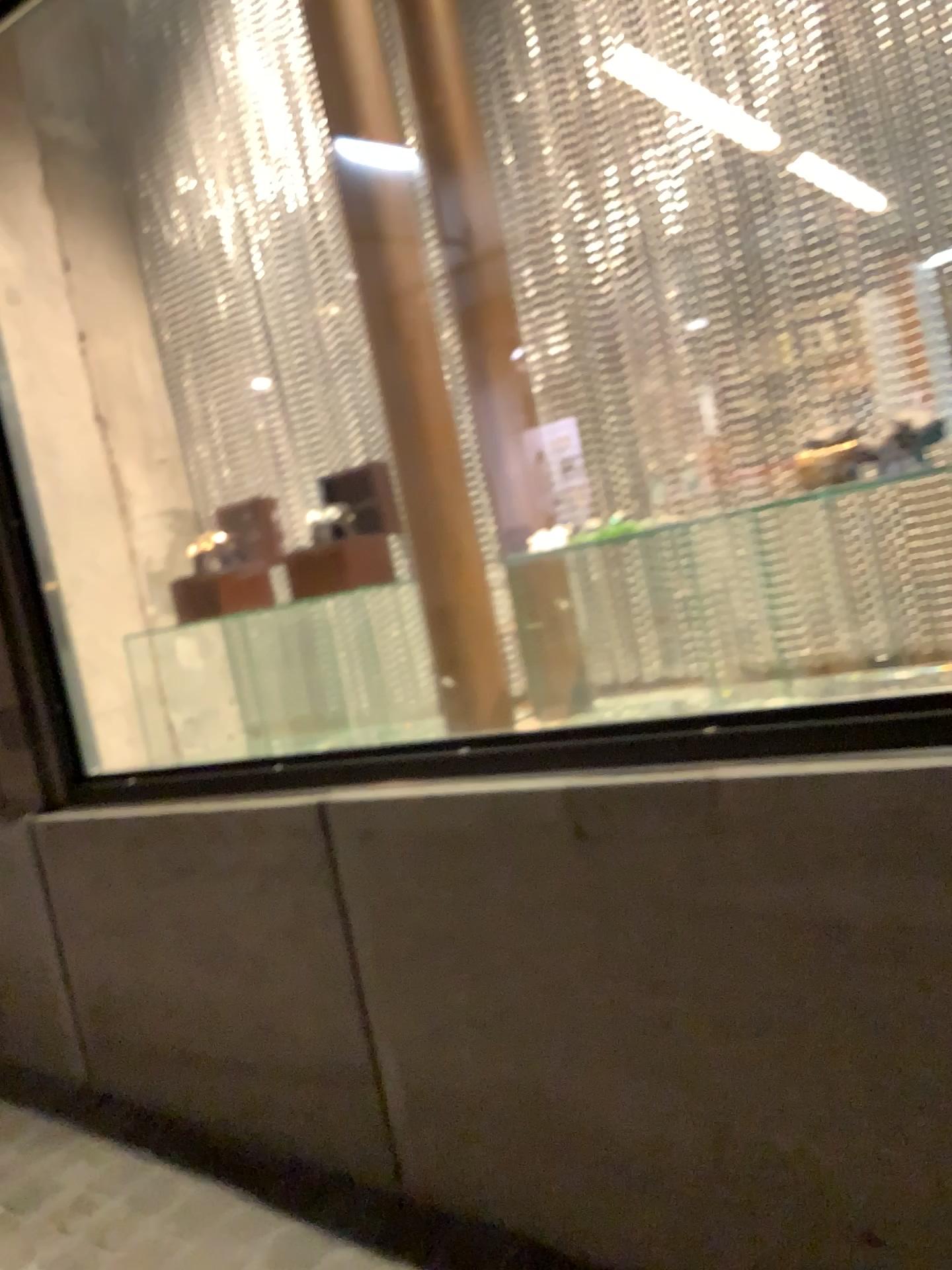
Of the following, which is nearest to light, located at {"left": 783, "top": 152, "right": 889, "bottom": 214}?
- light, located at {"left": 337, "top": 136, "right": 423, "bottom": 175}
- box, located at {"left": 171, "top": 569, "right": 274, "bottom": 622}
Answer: light, located at {"left": 337, "top": 136, "right": 423, "bottom": 175}

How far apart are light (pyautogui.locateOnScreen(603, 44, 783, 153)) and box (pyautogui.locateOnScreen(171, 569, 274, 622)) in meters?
1.2

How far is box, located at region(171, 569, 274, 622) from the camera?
2.25m

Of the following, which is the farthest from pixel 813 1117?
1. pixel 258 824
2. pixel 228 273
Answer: pixel 228 273

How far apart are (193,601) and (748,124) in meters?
1.4

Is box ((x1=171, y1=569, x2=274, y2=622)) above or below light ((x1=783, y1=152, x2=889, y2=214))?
below

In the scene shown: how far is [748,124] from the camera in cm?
181

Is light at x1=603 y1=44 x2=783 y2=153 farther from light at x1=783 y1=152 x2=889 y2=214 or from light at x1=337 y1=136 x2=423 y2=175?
light at x1=337 y1=136 x2=423 y2=175

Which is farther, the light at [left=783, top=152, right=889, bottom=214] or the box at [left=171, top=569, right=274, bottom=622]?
the box at [left=171, top=569, right=274, bottom=622]

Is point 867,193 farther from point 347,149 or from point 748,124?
point 347,149
